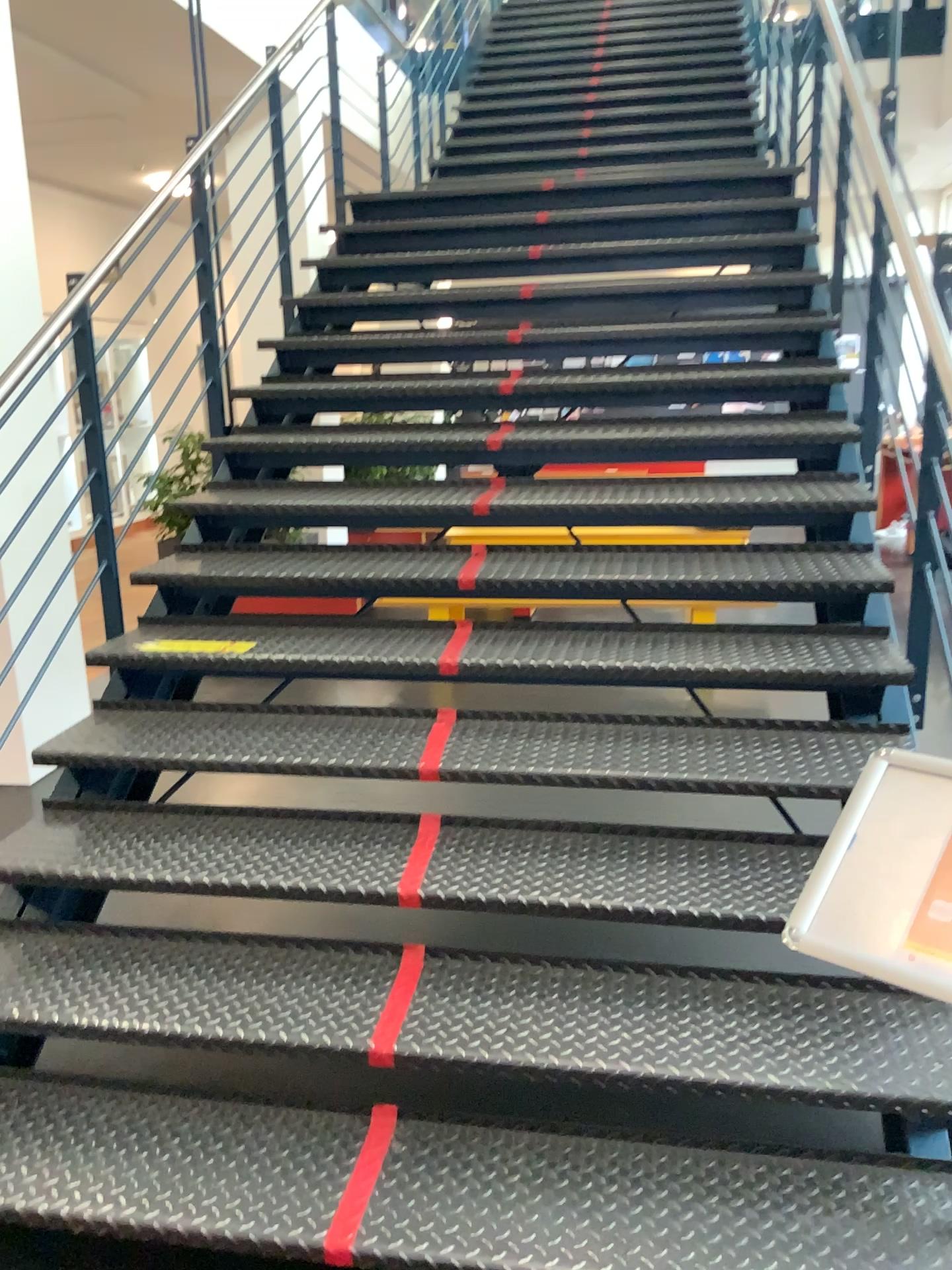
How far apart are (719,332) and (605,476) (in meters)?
1.12

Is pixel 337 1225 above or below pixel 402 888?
below

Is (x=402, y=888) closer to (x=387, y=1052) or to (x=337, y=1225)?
(x=387, y=1052)

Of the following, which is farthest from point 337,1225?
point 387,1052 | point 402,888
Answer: point 402,888

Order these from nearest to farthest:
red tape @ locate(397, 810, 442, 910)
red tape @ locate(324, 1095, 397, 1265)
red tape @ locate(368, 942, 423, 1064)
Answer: red tape @ locate(324, 1095, 397, 1265) < red tape @ locate(368, 942, 423, 1064) < red tape @ locate(397, 810, 442, 910)

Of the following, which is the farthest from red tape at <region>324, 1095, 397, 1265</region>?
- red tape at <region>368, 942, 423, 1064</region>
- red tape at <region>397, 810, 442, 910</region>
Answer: red tape at <region>397, 810, 442, 910</region>

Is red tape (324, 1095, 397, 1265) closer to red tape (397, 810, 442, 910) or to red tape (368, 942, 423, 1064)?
red tape (368, 942, 423, 1064)

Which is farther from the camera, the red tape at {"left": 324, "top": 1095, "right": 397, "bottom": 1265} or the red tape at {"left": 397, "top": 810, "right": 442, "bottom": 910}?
the red tape at {"left": 397, "top": 810, "right": 442, "bottom": 910}
